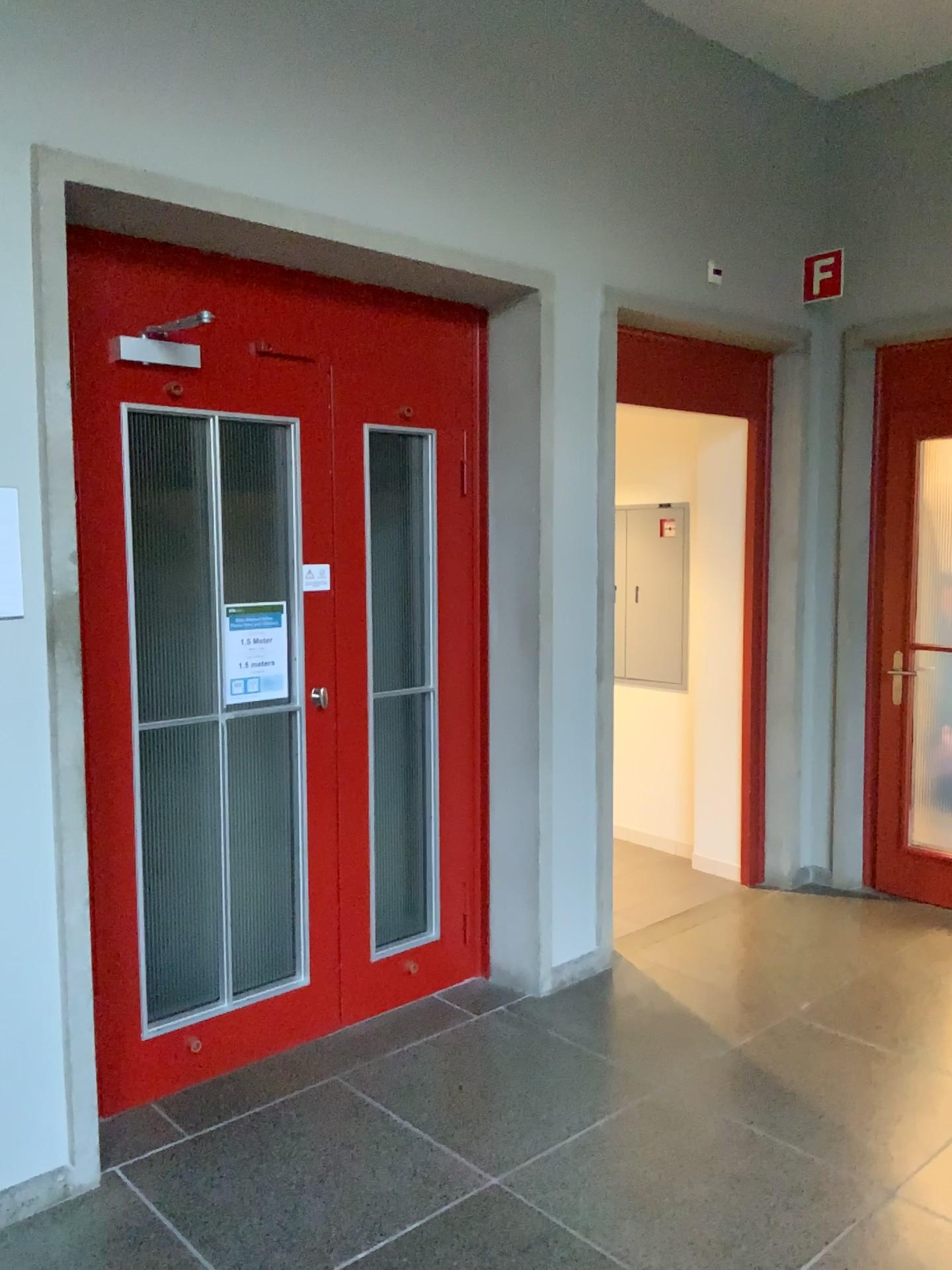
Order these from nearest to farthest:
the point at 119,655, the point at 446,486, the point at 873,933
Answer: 1. the point at 119,655
2. the point at 446,486
3. the point at 873,933

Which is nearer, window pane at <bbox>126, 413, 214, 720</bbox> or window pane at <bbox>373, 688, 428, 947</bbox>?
window pane at <bbox>126, 413, 214, 720</bbox>

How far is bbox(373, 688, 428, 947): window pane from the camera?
3.6m

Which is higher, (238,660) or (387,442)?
(387,442)

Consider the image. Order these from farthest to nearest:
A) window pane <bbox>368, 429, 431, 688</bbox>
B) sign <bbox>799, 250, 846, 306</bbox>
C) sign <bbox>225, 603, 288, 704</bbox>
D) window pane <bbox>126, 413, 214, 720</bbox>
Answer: sign <bbox>799, 250, 846, 306</bbox>, window pane <bbox>368, 429, 431, 688</bbox>, sign <bbox>225, 603, 288, 704</bbox>, window pane <bbox>126, 413, 214, 720</bbox>

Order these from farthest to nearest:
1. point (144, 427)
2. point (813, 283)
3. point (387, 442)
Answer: point (813, 283) → point (387, 442) → point (144, 427)

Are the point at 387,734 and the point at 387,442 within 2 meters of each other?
yes

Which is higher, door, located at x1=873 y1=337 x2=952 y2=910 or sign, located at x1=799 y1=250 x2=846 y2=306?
sign, located at x1=799 y1=250 x2=846 y2=306

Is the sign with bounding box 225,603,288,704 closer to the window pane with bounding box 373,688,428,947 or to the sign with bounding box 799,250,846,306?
the window pane with bounding box 373,688,428,947

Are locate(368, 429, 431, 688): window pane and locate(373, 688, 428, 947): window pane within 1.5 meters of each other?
yes
